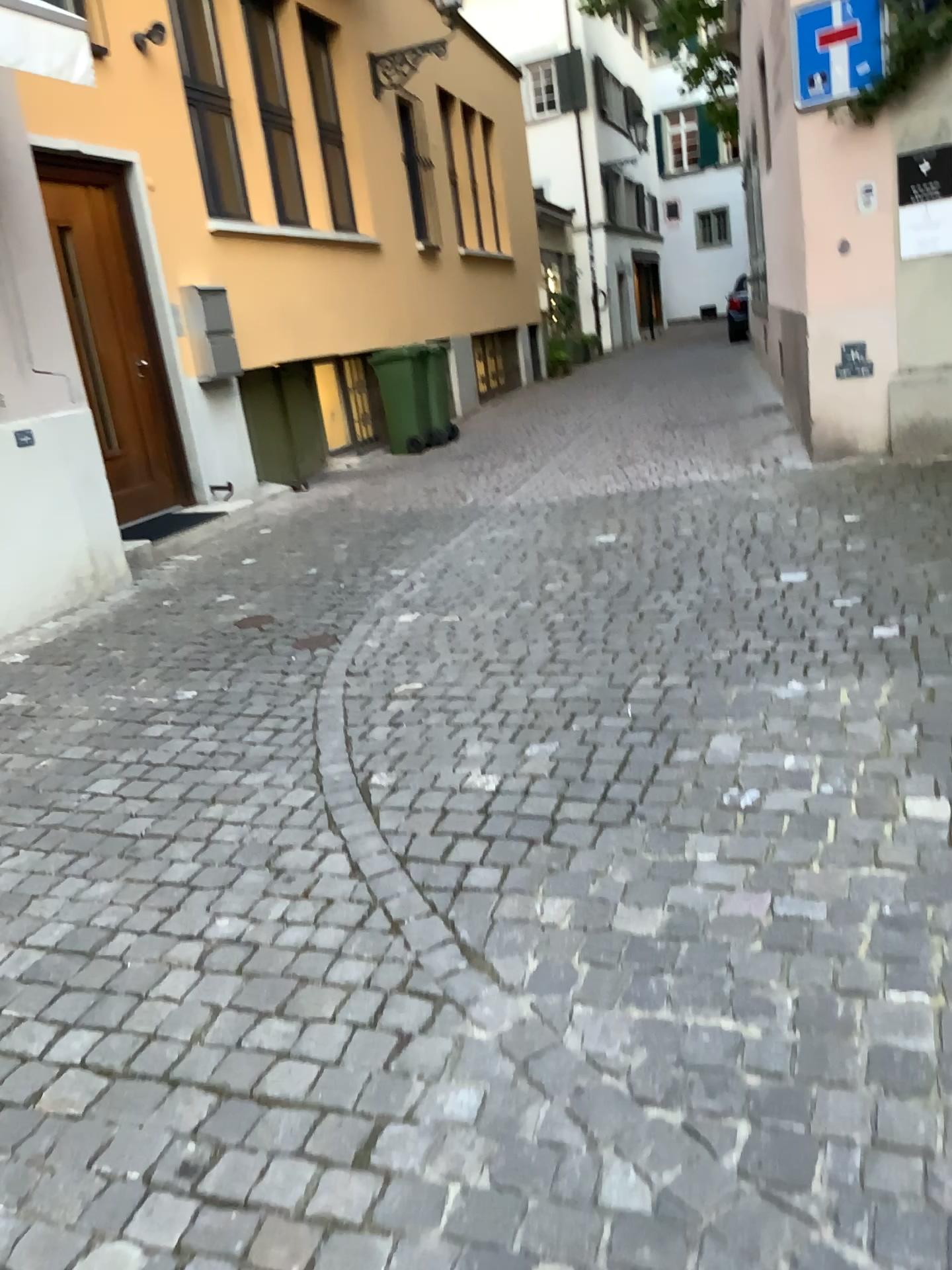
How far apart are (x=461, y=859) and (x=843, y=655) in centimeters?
161cm
